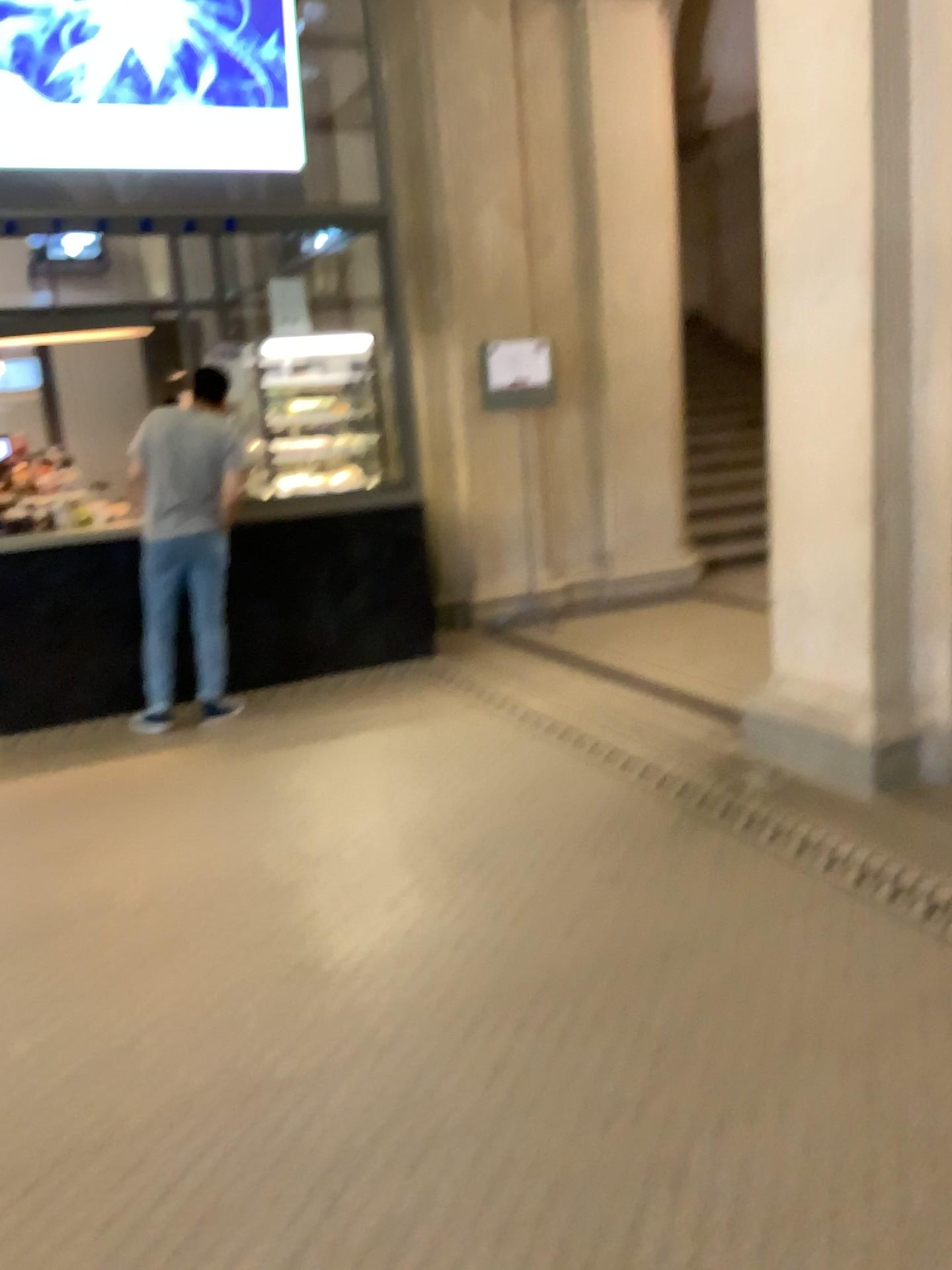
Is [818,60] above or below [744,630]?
above
